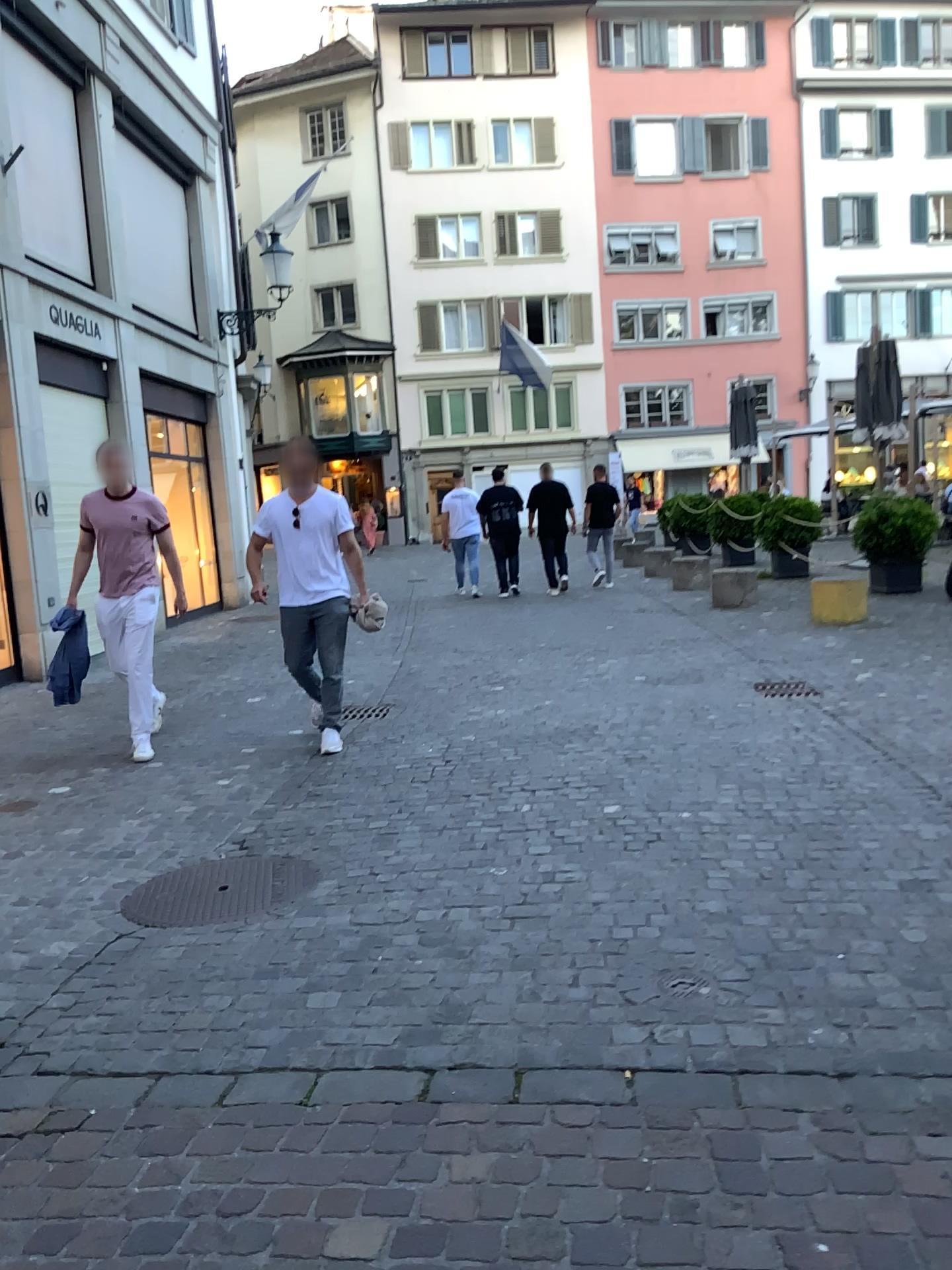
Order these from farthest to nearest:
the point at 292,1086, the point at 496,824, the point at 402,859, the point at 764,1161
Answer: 1. the point at 496,824
2. the point at 402,859
3. the point at 292,1086
4. the point at 764,1161
